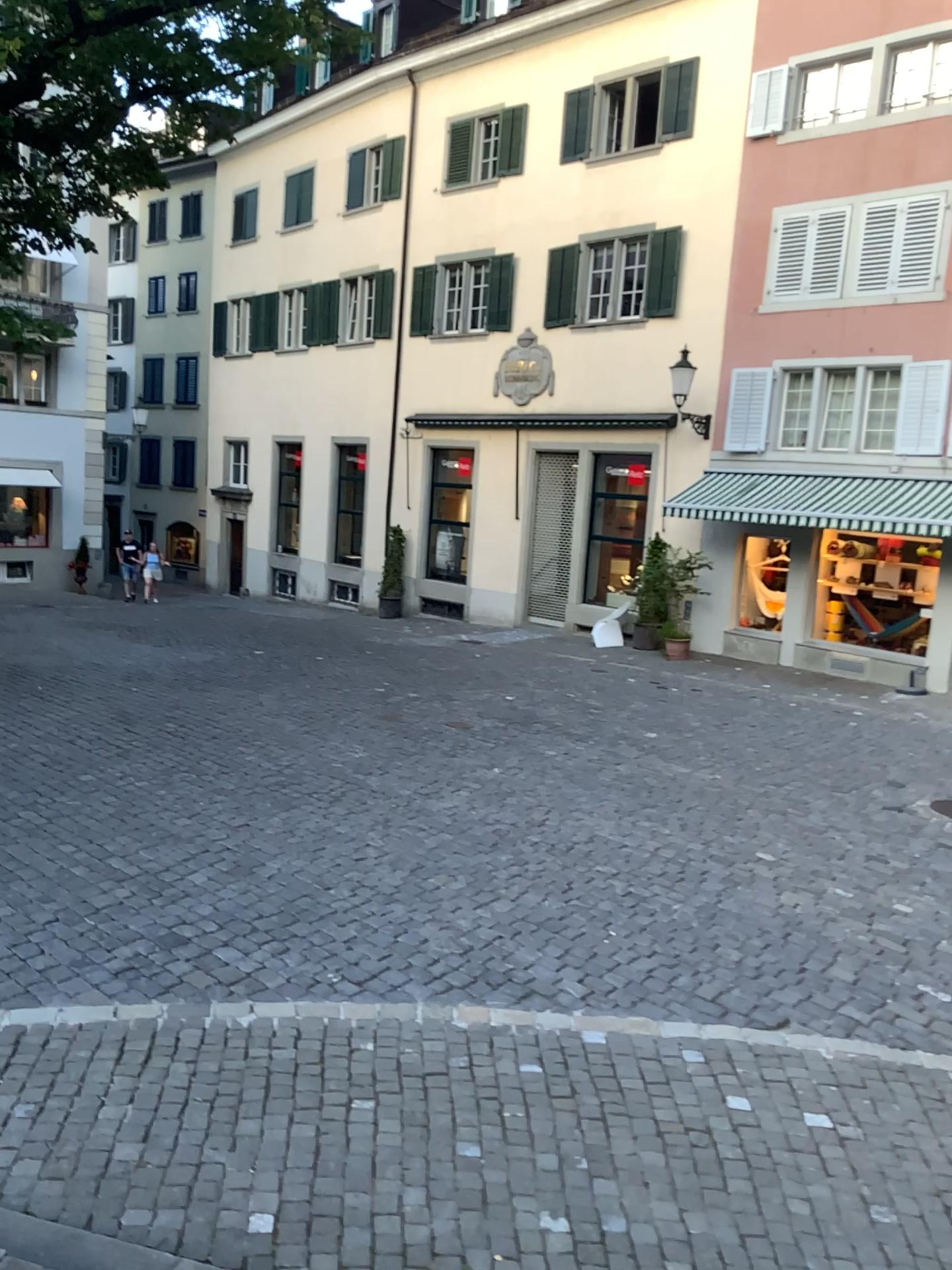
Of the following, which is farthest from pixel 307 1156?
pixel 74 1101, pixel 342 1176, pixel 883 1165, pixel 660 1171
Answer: pixel 883 1165
